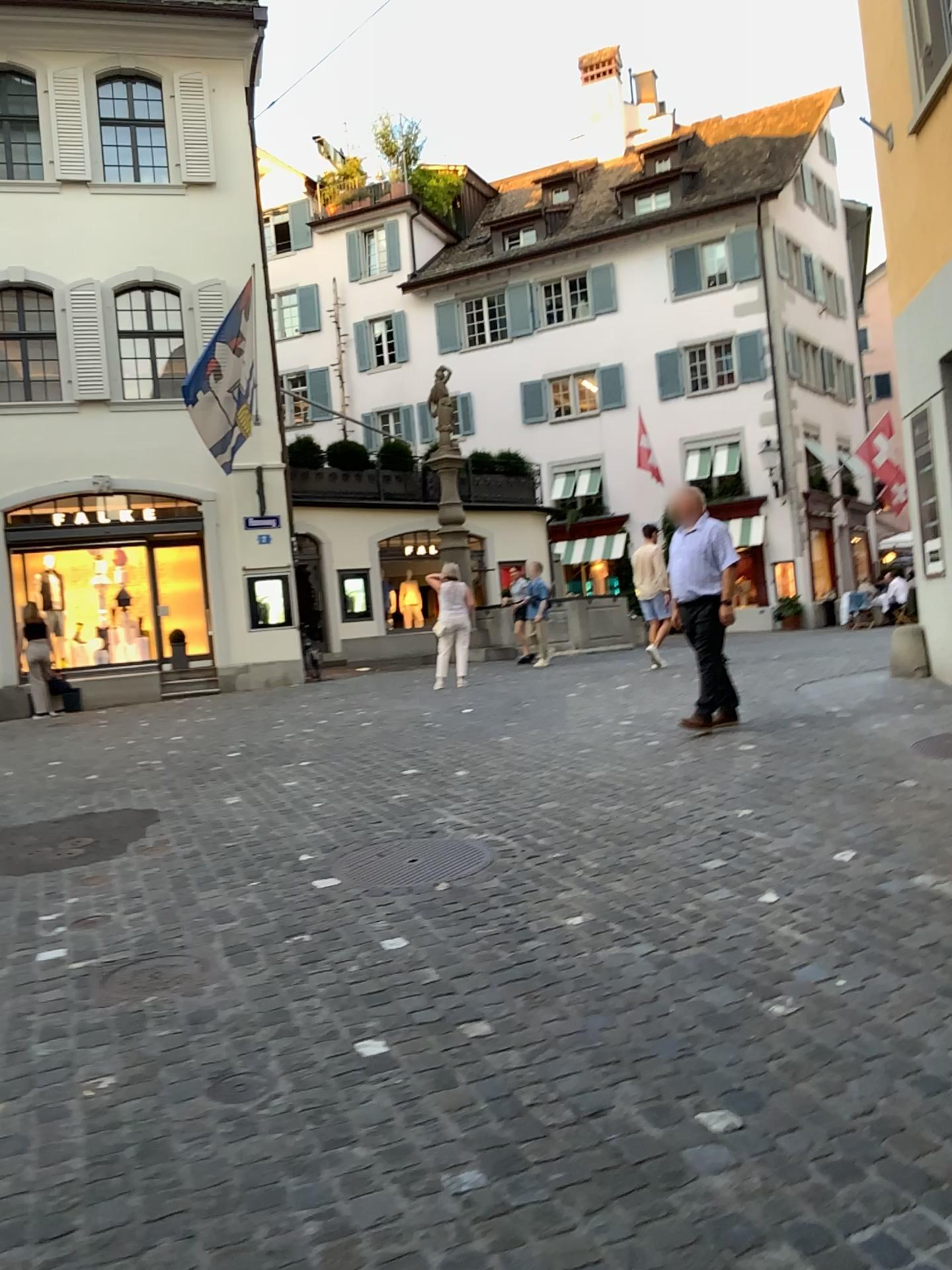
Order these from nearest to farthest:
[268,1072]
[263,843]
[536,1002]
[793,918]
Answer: [268,1072] < [536,1002] < [793,918] < [263,843]
